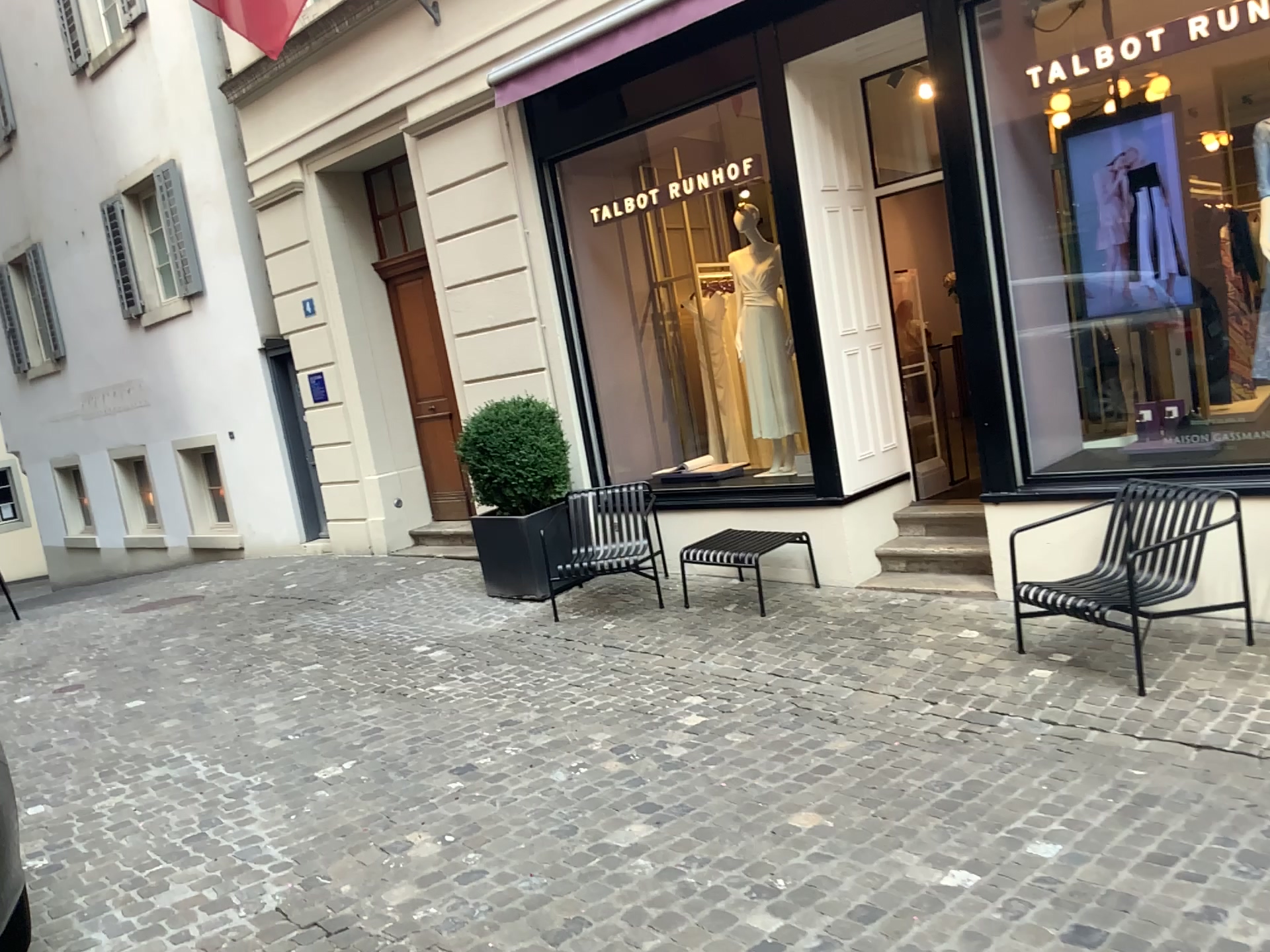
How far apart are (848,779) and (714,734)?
0.75m
